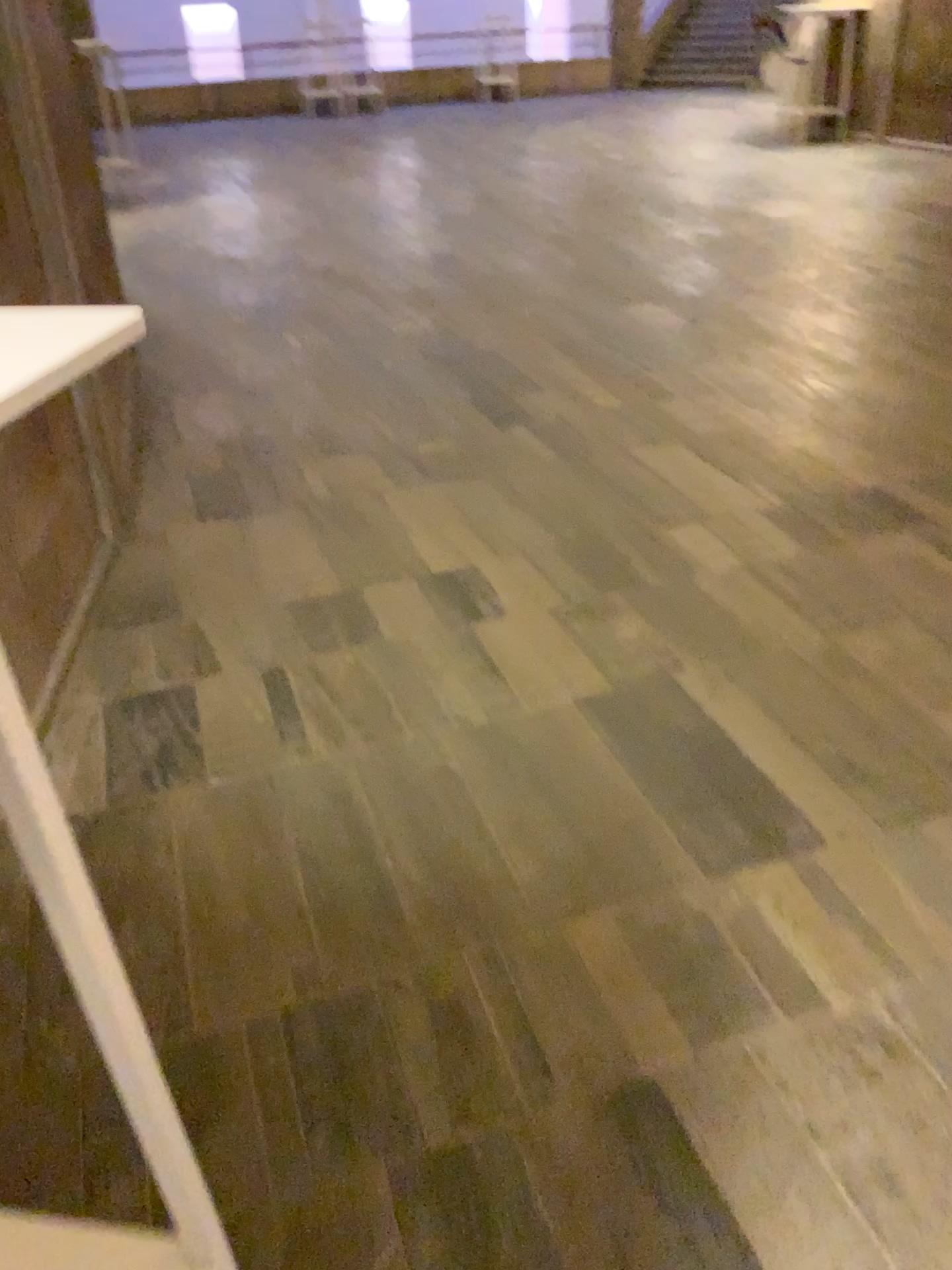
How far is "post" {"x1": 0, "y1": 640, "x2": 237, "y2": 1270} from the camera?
0.7m

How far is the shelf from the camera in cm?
57

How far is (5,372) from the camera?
0.6m

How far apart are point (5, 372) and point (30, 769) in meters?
0.3

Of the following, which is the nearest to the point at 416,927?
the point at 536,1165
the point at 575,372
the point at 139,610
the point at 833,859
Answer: the point at 536,1165

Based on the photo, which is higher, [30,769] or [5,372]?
[5,372]
